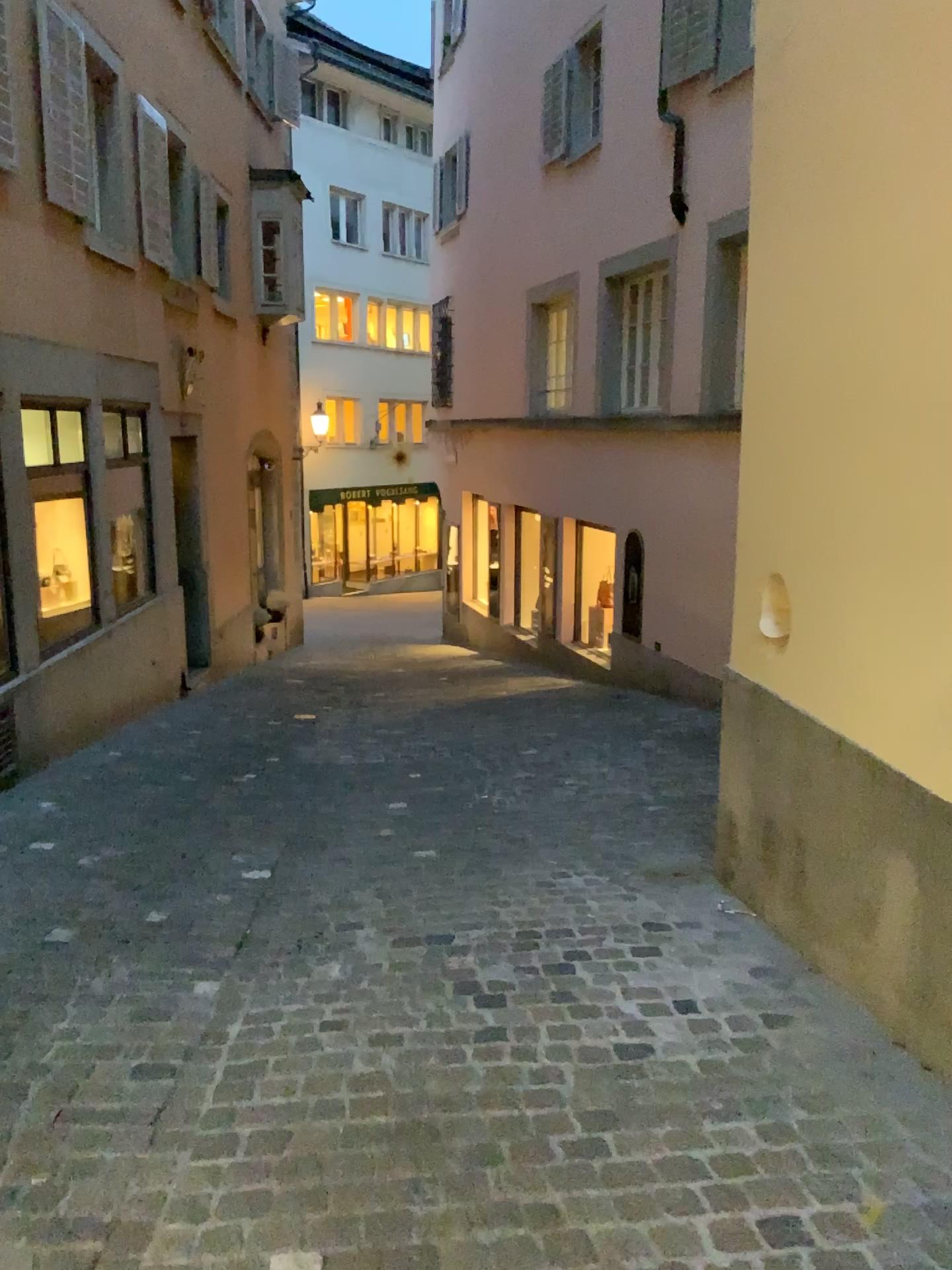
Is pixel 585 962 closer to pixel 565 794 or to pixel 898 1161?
pixel 898 1161
